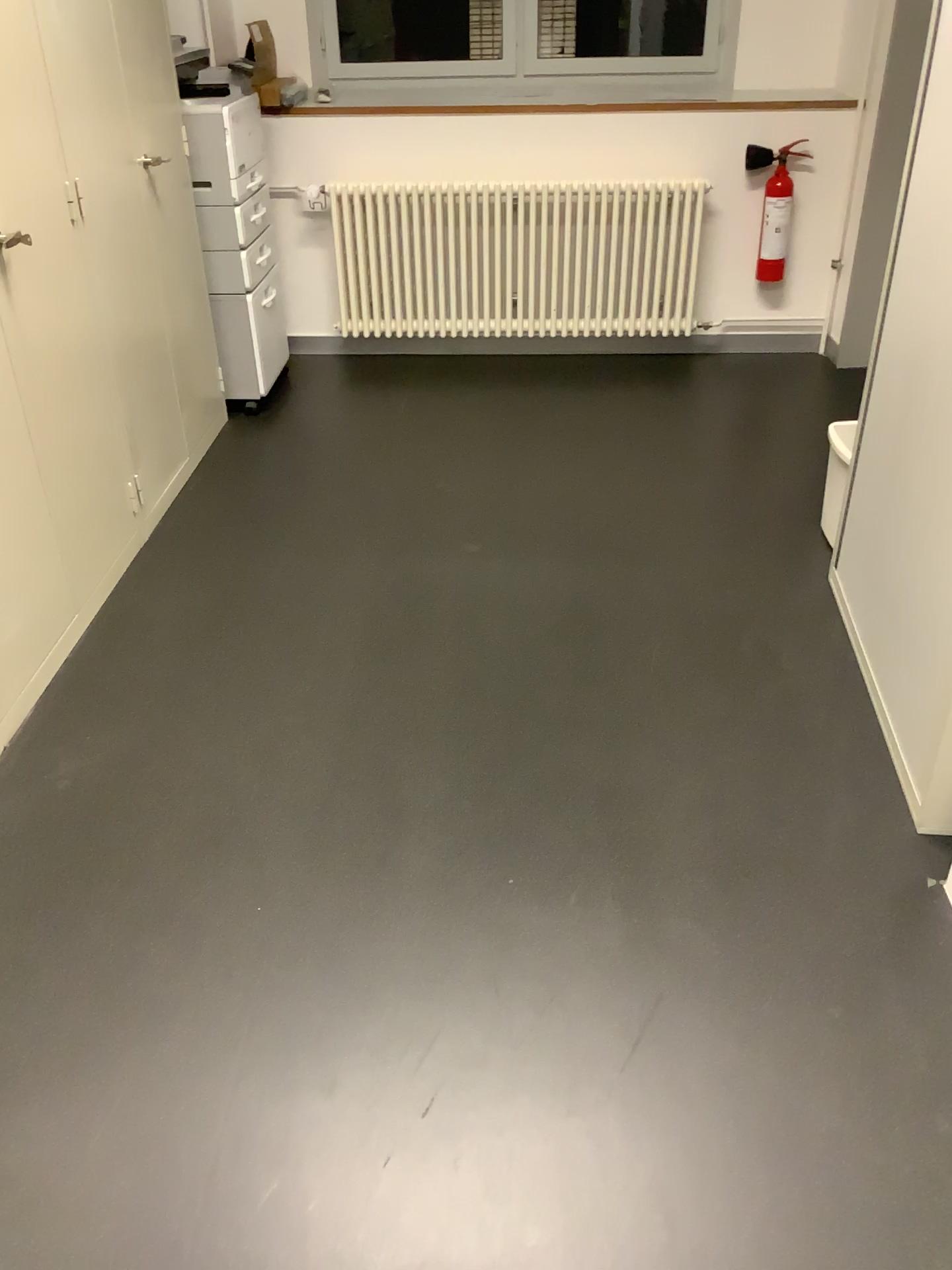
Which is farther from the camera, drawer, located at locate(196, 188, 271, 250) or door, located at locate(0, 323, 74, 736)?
drawer, located at locate(196, 188, 271, 250)

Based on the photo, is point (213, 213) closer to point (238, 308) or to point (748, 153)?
point (238, 308)

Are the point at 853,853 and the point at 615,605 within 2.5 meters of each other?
yes

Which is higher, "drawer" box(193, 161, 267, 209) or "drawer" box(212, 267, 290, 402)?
"drawer" box(193, 161, 267, 209)

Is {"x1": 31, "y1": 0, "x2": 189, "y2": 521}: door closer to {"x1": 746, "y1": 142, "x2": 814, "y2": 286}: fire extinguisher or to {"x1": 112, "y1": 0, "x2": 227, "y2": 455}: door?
{"x1": 112, "y1": 0, "x2": 227, "y2": 455}: door

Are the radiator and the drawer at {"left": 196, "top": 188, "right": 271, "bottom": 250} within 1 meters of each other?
yes

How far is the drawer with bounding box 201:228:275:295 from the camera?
3.68m

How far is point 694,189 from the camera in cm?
415

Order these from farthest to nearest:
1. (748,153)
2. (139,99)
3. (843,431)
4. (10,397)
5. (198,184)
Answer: (748,153) < (198,184) < (139,99) < (843,431) < (10,397)

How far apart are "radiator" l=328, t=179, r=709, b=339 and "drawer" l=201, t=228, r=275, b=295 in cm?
45
